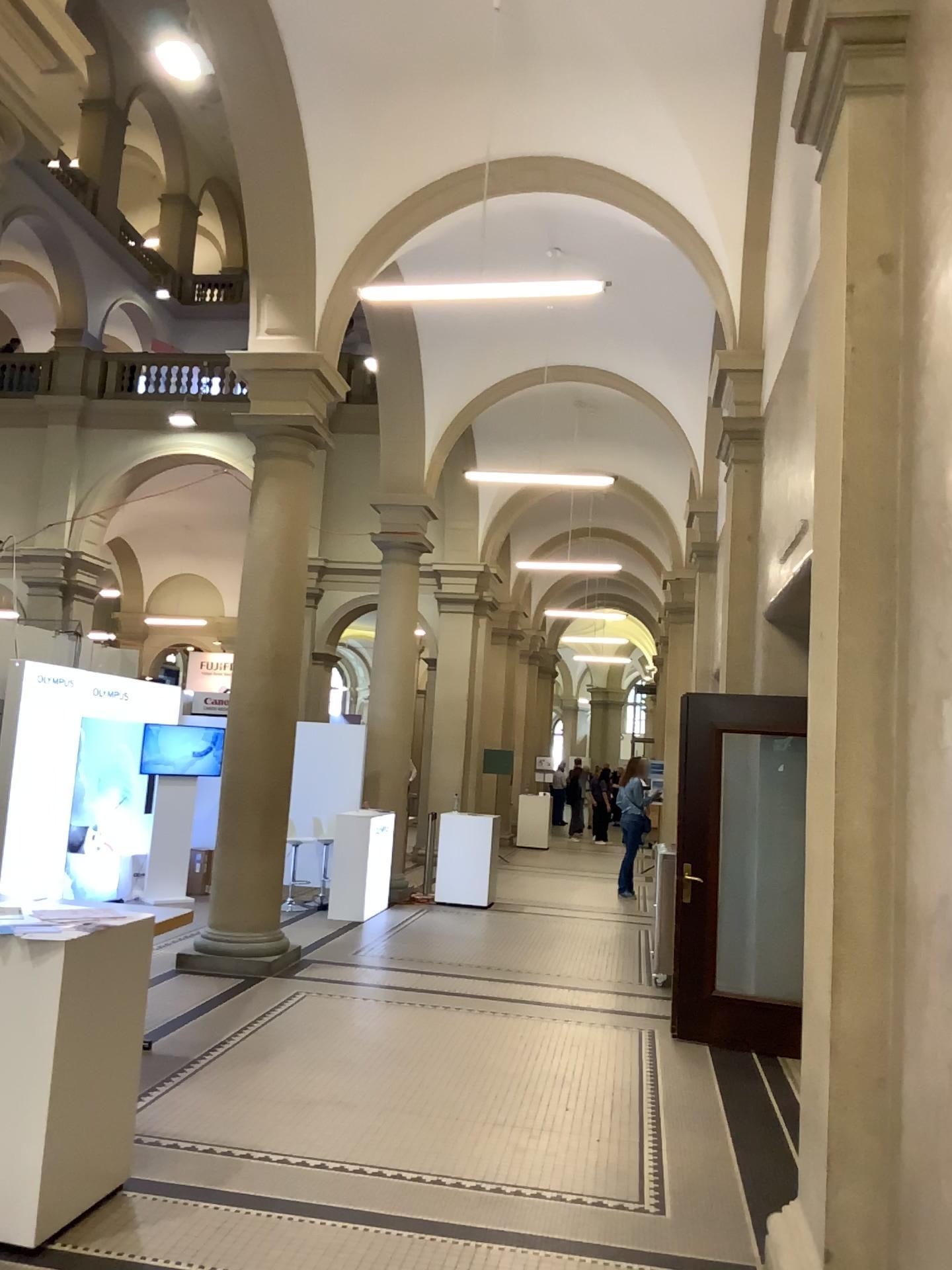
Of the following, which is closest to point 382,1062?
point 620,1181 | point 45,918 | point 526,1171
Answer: point 526,1171
